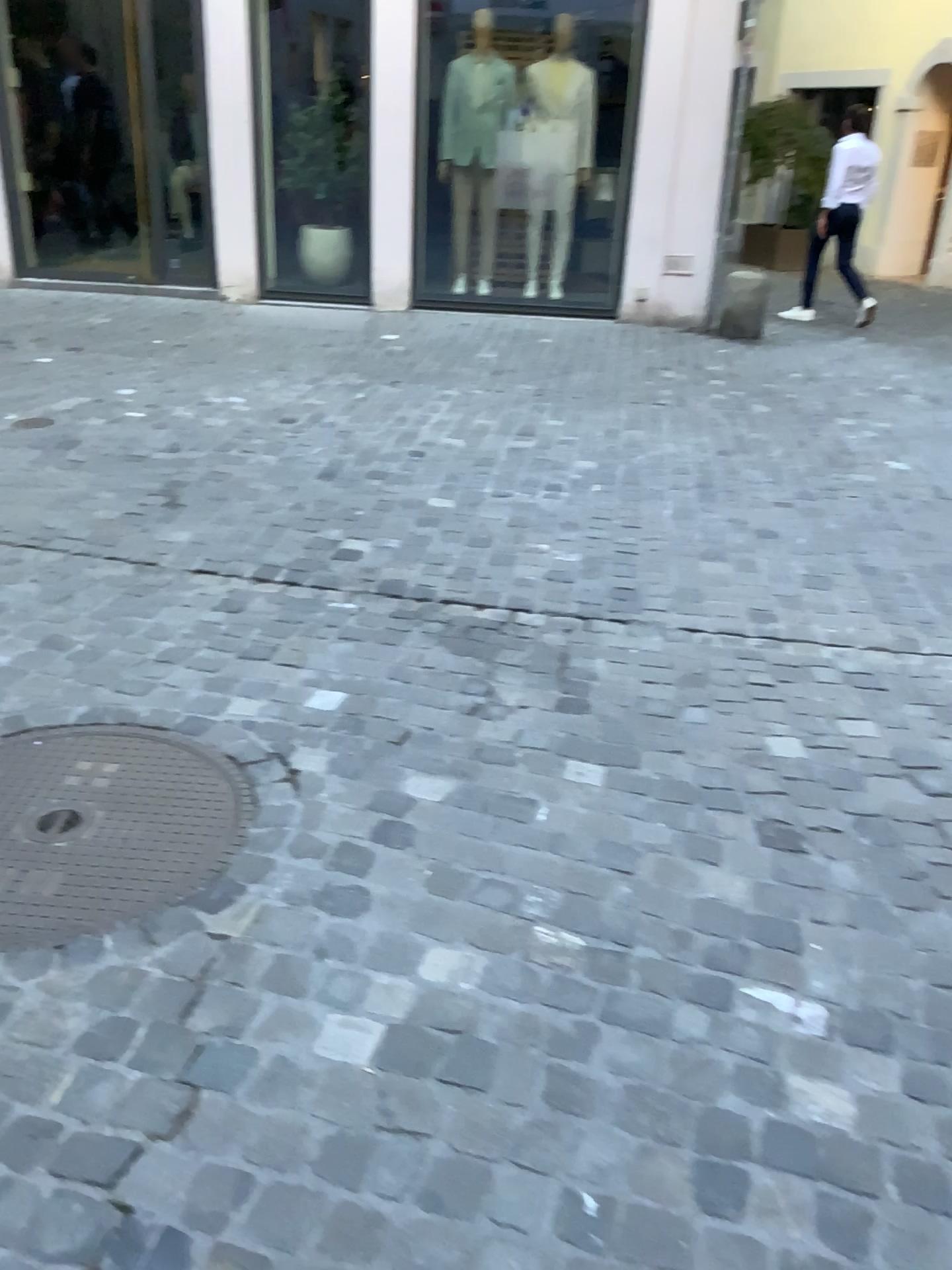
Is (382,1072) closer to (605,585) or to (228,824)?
(228,824)
